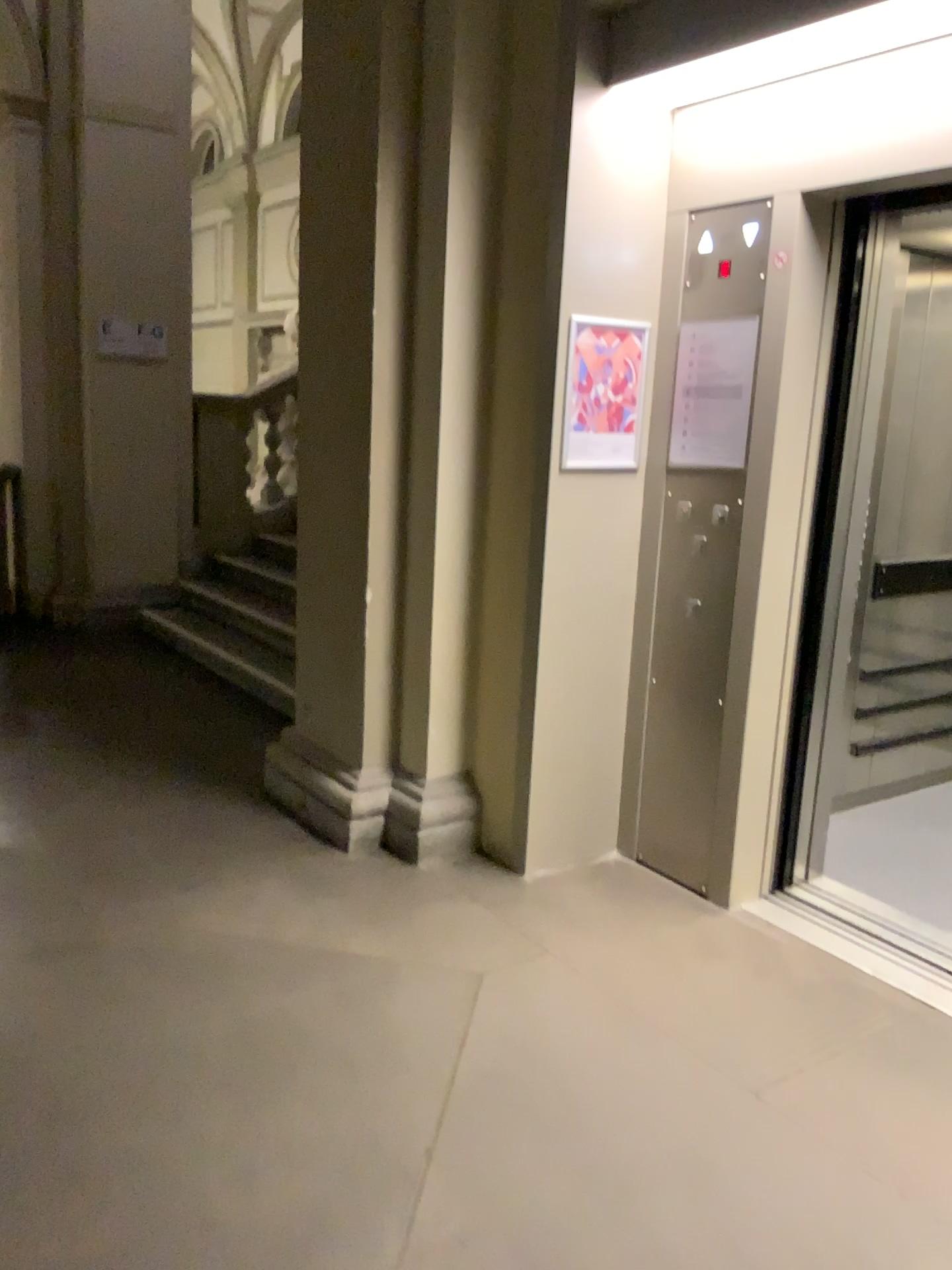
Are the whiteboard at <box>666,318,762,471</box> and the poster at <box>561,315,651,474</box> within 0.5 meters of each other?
yes

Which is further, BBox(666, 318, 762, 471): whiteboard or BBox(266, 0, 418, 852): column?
BBox(266, 0, 418, 852): column

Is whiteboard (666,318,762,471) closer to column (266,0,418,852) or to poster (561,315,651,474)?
poster (561,315,651,474)

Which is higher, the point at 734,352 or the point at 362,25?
the point at 362,25

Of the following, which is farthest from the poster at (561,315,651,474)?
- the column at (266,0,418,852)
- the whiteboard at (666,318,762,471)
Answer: the column at (266,0,418,852)

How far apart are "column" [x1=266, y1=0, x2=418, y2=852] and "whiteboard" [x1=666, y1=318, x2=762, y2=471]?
0.9m

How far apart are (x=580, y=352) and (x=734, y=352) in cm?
45

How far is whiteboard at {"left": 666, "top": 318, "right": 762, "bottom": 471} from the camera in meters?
Result: 3.1

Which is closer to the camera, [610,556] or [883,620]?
[610,556]

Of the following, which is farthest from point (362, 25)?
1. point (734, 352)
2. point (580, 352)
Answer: point (734, 352)
